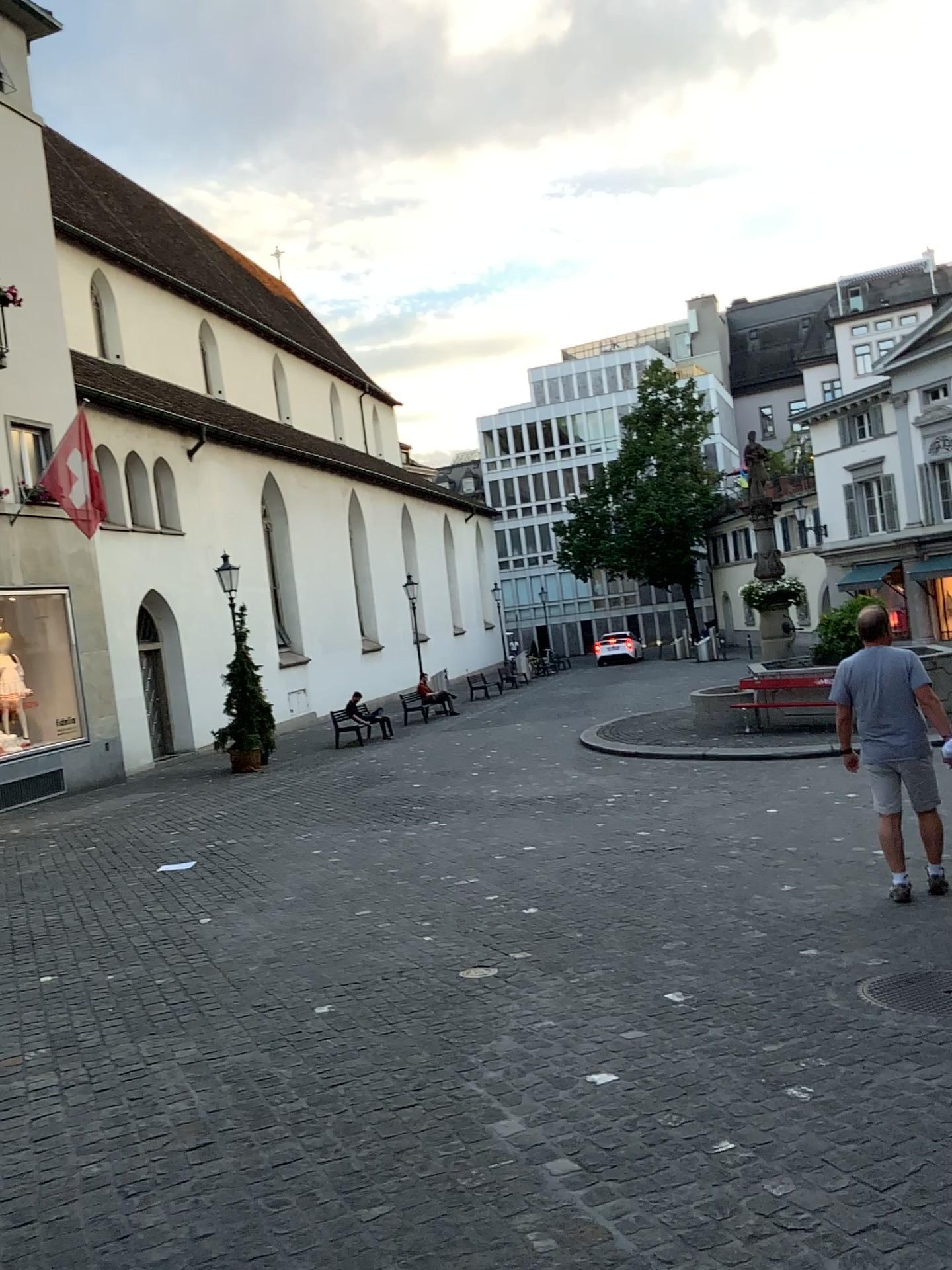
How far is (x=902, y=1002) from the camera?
4.2m

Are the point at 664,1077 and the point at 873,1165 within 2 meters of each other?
yes

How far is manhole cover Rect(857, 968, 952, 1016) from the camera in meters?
4.2
